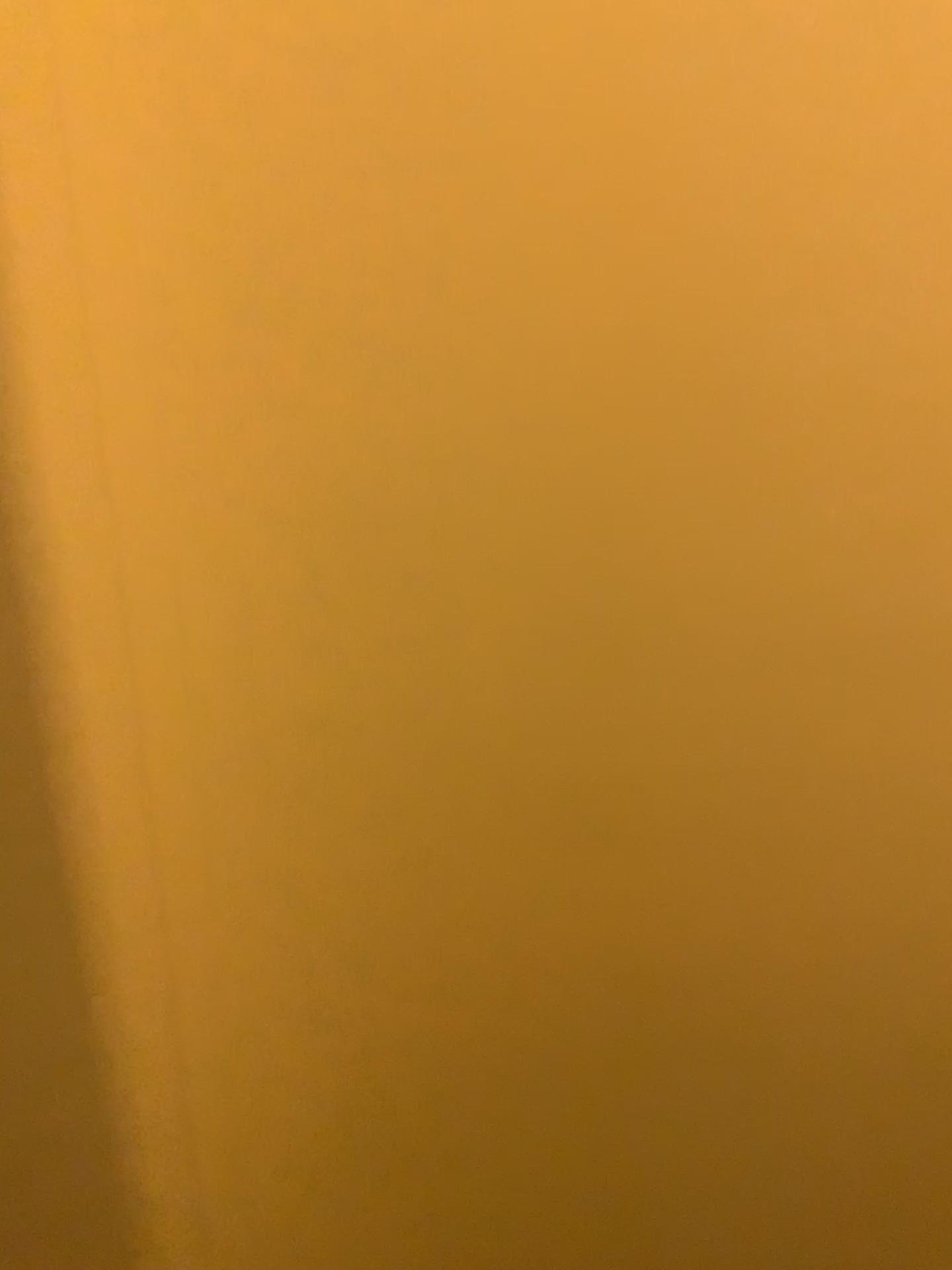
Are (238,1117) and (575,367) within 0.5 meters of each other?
no
